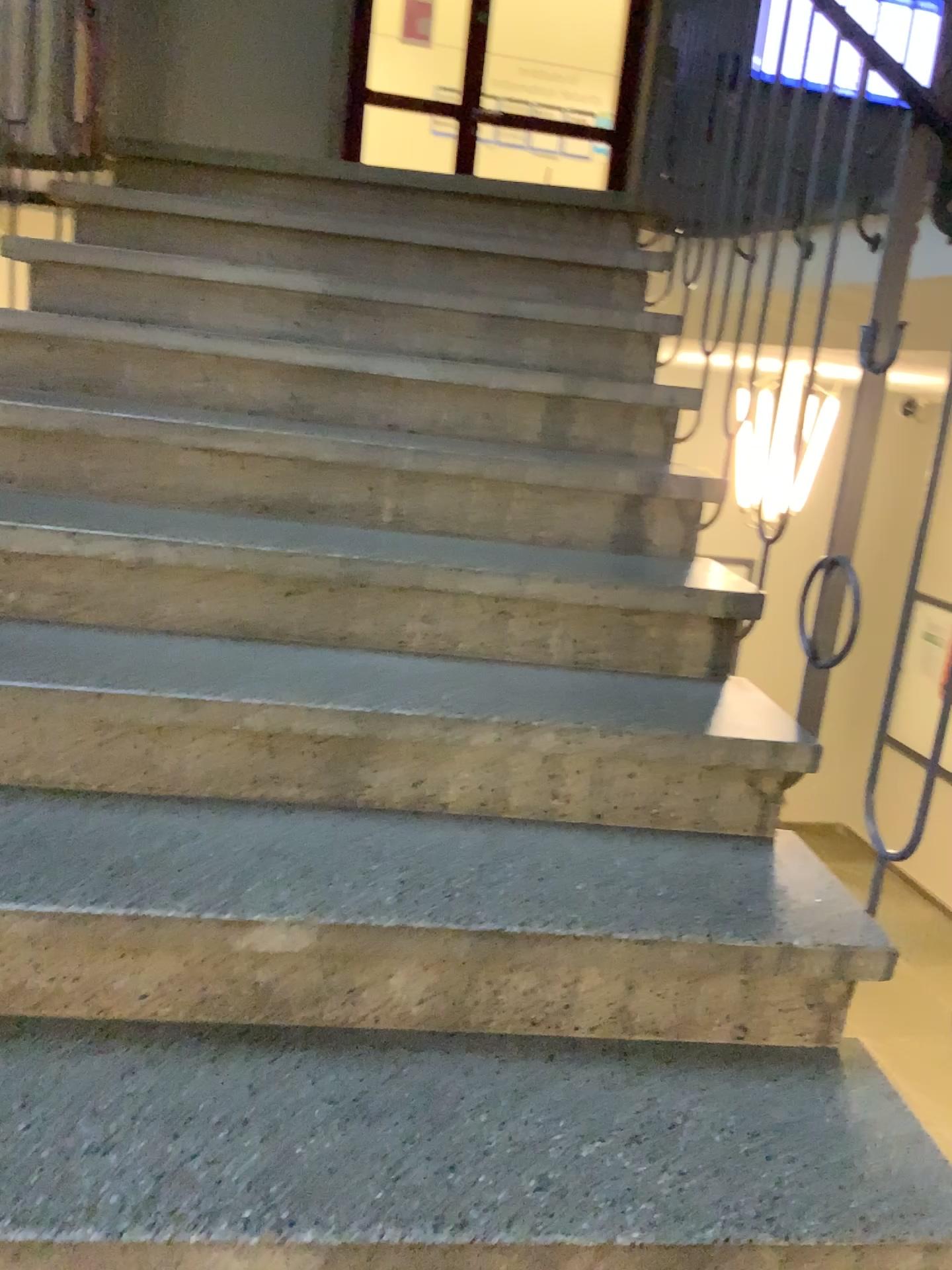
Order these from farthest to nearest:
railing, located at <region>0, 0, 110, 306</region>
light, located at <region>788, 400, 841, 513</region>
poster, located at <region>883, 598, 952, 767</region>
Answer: railing, located at <region>0, 0, 110, 306</region>
light, located at <region>788, 400, 841, 513</region>
poster, located at <region>883, 598, 952, 767</region>

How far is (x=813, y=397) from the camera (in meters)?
1.76

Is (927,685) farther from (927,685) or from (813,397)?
(813,397)

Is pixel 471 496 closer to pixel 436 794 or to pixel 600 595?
pixel 600 595

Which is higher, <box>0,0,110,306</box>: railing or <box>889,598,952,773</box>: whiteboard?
<box>0,0,110,306</box>: railing

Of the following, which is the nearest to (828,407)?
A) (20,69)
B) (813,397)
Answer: (813,397)

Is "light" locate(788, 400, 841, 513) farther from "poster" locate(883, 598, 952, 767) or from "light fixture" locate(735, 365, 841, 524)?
"poster" locate(883, 598, 952, 767)

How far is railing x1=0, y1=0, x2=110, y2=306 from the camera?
A: 2.7 meters

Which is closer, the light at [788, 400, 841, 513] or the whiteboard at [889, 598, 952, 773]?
the whiteboard at [889, 598, 952, 773]

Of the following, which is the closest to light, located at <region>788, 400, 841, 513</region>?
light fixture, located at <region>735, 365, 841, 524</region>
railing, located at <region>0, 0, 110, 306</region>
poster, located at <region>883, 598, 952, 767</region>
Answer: light fixture, located at <region>735, 365, 841, 524</region>
